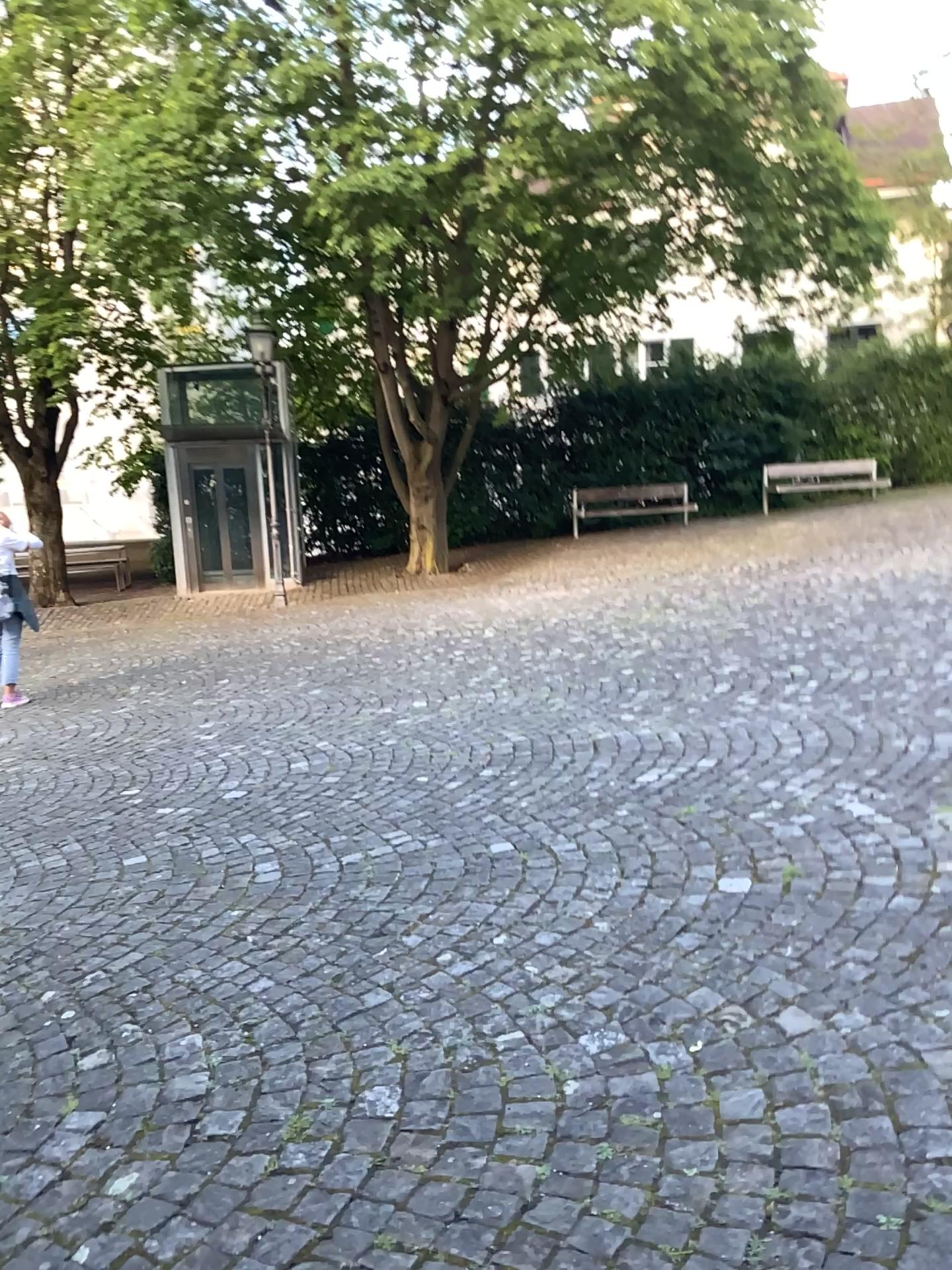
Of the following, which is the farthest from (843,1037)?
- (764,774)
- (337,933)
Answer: (764,774)
